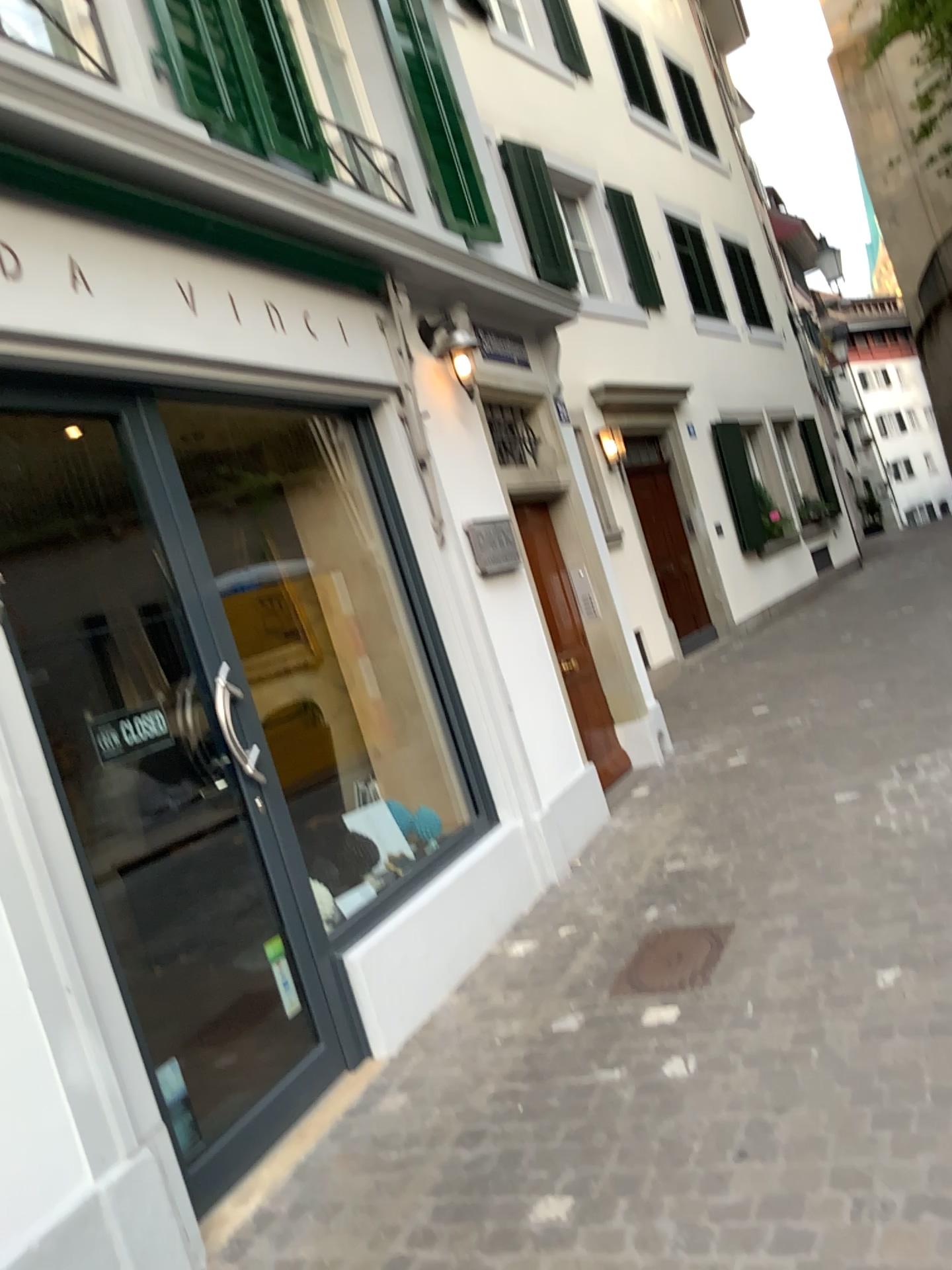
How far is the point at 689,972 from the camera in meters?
3.5

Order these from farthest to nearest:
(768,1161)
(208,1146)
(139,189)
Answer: (139,189) < (208,1146) < (768,1161)

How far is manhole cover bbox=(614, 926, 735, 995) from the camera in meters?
3.5
